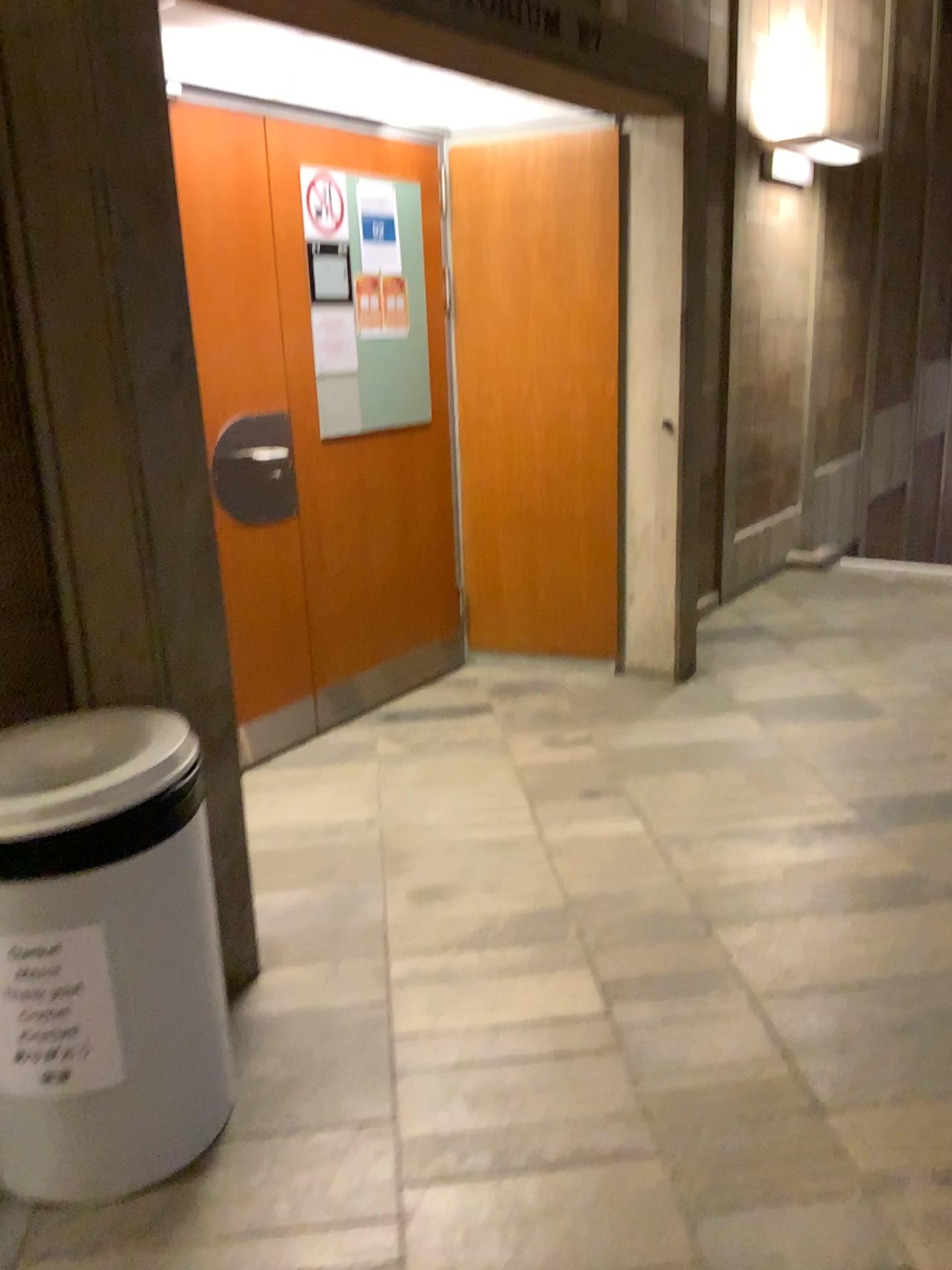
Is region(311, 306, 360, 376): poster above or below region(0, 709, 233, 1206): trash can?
above

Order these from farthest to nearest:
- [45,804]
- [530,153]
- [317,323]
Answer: [530,153] → [317,323] → [45,804]

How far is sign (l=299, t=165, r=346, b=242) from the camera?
3.46m

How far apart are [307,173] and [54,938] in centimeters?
268cm

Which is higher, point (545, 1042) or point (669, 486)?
point (669, 486)

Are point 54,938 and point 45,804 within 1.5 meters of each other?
yes

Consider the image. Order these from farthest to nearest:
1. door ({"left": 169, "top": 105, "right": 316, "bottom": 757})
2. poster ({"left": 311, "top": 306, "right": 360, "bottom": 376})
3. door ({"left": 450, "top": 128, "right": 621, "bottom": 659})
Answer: door ({"left": 450, "top": 128, "right": 621, "bottom": 659}), poster ({"left": 311, "top": 306, "right": 360, "bottom": 376}), door ({"left": 169, "top": 105, "right": 316, "bottom": 757})

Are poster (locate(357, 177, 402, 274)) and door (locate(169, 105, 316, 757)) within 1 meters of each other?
yes

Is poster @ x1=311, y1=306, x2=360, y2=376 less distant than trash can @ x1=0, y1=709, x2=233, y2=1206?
No

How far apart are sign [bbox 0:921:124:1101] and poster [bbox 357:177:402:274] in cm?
275
